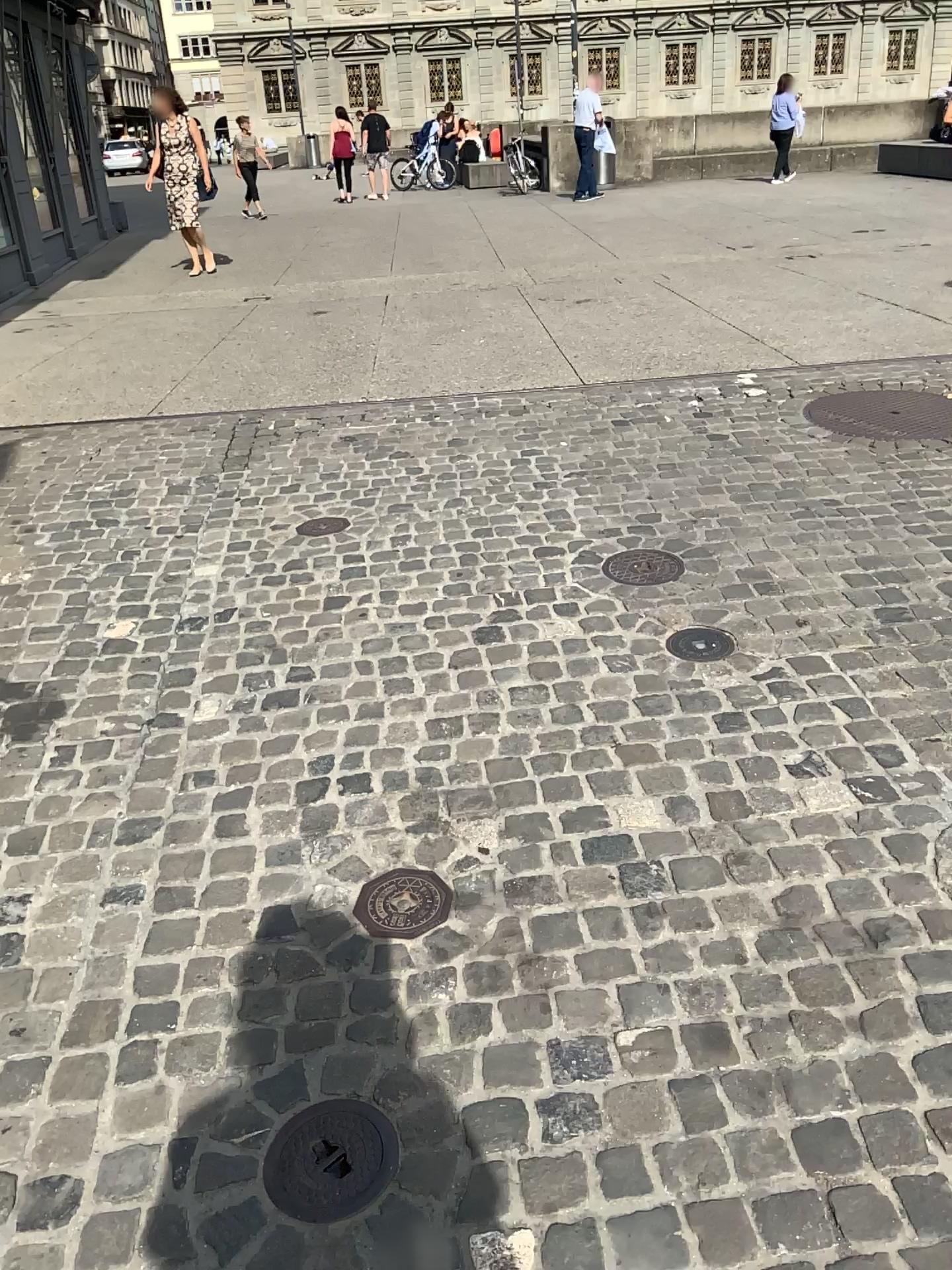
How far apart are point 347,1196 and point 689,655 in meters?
1.7

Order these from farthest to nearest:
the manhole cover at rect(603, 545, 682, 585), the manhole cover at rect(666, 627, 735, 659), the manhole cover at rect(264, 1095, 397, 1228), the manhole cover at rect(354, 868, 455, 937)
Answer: the manhole cover at rect(603, 545, 682, 585) < the manhole cover at rect(666, 627, 735, 659) < the manhole cover at rect(354, 868, 455, 937) < the manhole cover at rect(264, 1095, 397, 1228)

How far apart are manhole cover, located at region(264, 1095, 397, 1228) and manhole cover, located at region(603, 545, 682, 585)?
1.98m

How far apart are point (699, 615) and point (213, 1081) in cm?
187

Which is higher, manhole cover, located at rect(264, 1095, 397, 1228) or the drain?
the drain

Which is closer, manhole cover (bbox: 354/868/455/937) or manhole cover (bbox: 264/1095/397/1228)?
manhole cover (bbox: 264/1095/397/1228)

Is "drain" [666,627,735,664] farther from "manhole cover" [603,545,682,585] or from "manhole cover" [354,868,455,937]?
"manhole cover" [354,868,455,937]

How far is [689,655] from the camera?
2.9 meters

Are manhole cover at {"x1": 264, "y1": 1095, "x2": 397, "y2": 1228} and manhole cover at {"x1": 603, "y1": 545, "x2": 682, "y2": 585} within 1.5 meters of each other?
no

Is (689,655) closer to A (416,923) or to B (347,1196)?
A (416,923)
